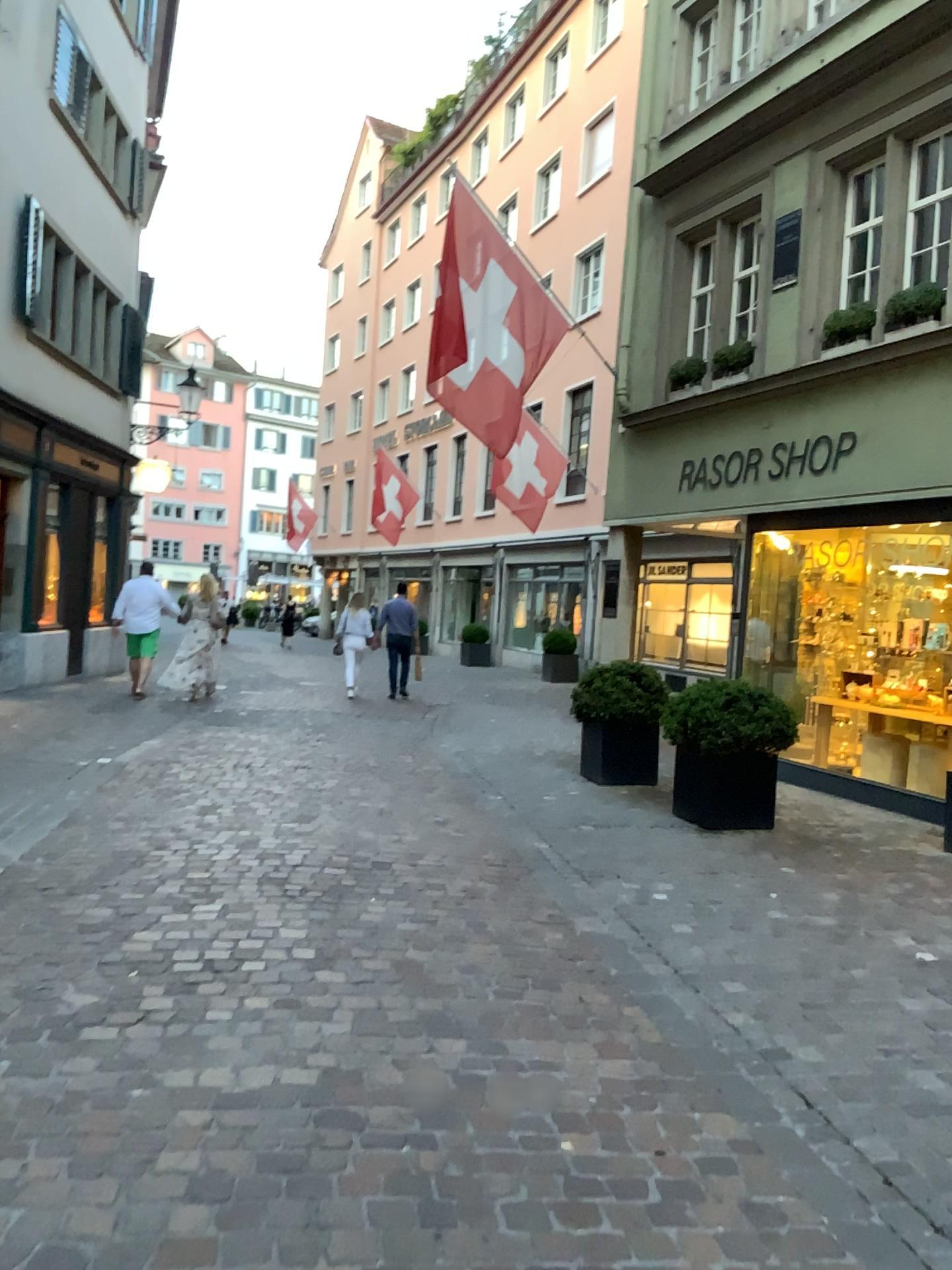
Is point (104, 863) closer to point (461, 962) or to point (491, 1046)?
point (461, 962)
